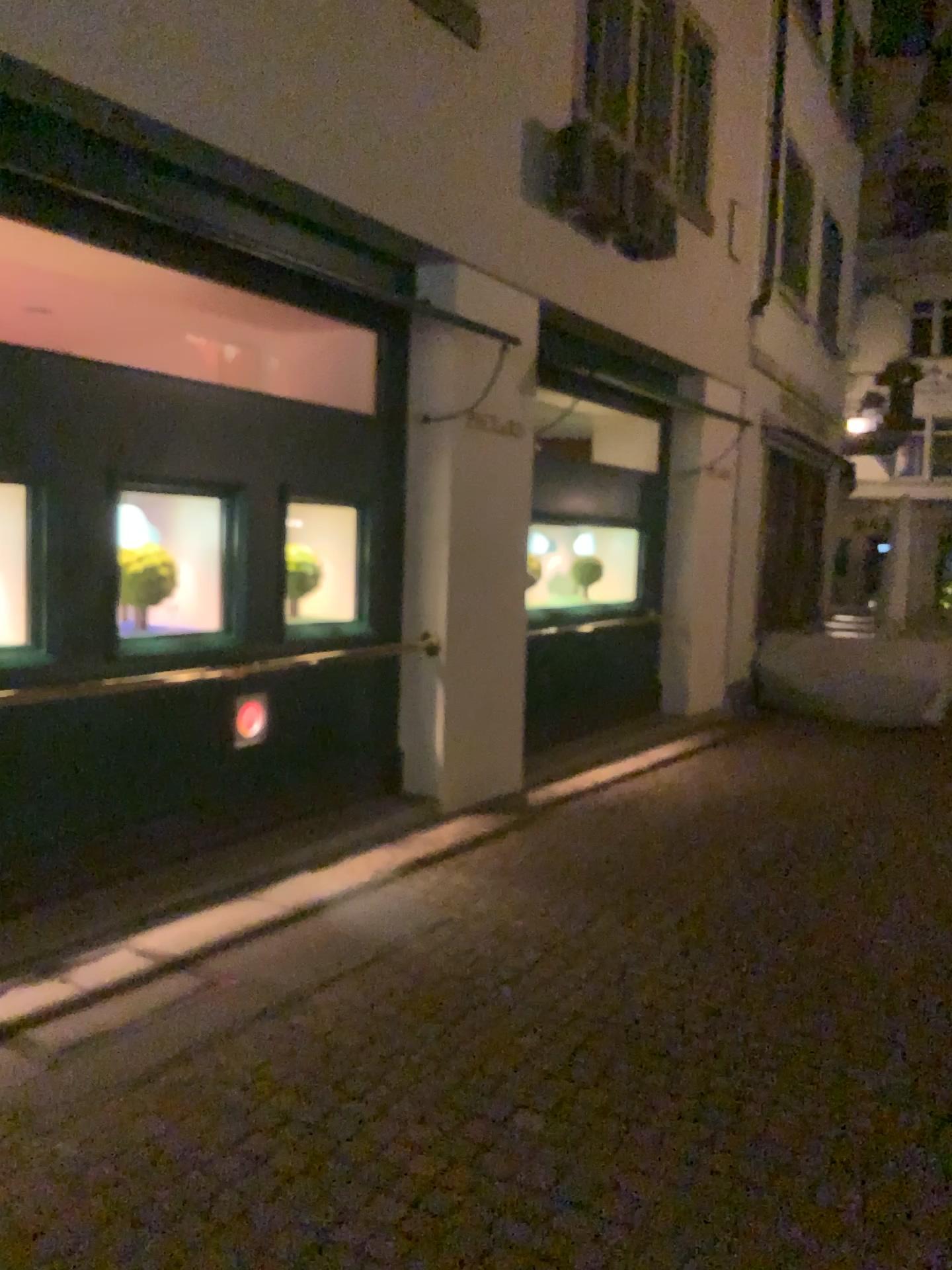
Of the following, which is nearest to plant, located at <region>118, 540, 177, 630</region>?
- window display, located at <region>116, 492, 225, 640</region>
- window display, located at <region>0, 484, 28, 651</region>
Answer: window display, located at <region>116, 492, 225, 640</region>

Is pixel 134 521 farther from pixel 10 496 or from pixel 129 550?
pixel 10 496

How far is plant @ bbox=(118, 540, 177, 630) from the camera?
4.46m

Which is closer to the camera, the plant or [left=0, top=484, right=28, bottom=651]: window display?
[left=0, top=484, right=28, bottom=651]: window display

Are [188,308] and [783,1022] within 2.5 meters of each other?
no

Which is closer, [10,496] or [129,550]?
[10,496]

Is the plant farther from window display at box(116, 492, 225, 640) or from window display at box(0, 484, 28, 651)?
window display at box(0, 484, 28, 651)

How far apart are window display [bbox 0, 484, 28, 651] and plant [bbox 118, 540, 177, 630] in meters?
0.5

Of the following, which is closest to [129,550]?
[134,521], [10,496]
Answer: [134,521]
